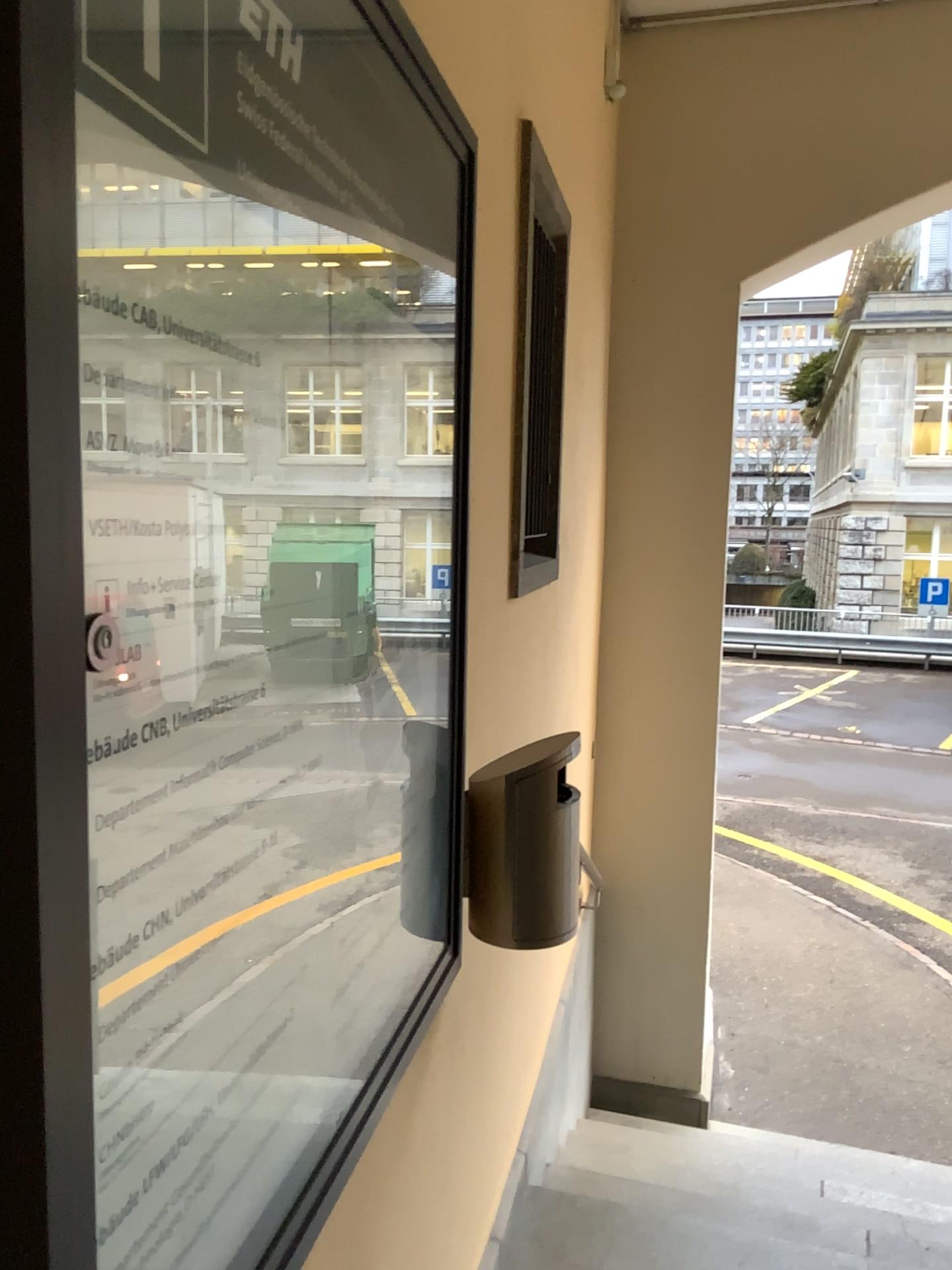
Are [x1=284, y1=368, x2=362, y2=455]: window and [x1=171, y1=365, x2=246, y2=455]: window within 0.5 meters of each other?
yes

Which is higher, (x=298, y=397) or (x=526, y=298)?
(x=526, y=298)

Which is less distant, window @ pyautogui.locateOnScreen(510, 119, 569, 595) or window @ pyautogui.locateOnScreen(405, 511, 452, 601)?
window @ pyautogui.locateOnScreen(405, 511, 452, 601)

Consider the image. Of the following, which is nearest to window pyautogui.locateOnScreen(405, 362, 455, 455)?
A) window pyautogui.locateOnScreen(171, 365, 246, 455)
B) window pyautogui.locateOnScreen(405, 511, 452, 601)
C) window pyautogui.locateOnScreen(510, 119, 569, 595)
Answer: window pyautogui.locateOnScreen(405, 511, 452, 601)

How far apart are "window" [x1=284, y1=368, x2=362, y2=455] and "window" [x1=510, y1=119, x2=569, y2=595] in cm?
115

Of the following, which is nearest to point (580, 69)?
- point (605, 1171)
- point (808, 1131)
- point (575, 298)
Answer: point (575, 298)

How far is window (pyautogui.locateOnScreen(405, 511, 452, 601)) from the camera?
1.2m

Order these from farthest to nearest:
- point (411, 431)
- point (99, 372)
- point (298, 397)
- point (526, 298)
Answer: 1. point (526, 298)
2. point (411, 431)
3. point (298, 397)
4. point (99, 372)

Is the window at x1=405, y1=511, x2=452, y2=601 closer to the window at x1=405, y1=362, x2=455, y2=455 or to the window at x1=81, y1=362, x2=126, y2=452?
the window at x1=405, y1=362, x2=455, y2=455

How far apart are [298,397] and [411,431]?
0.3m
